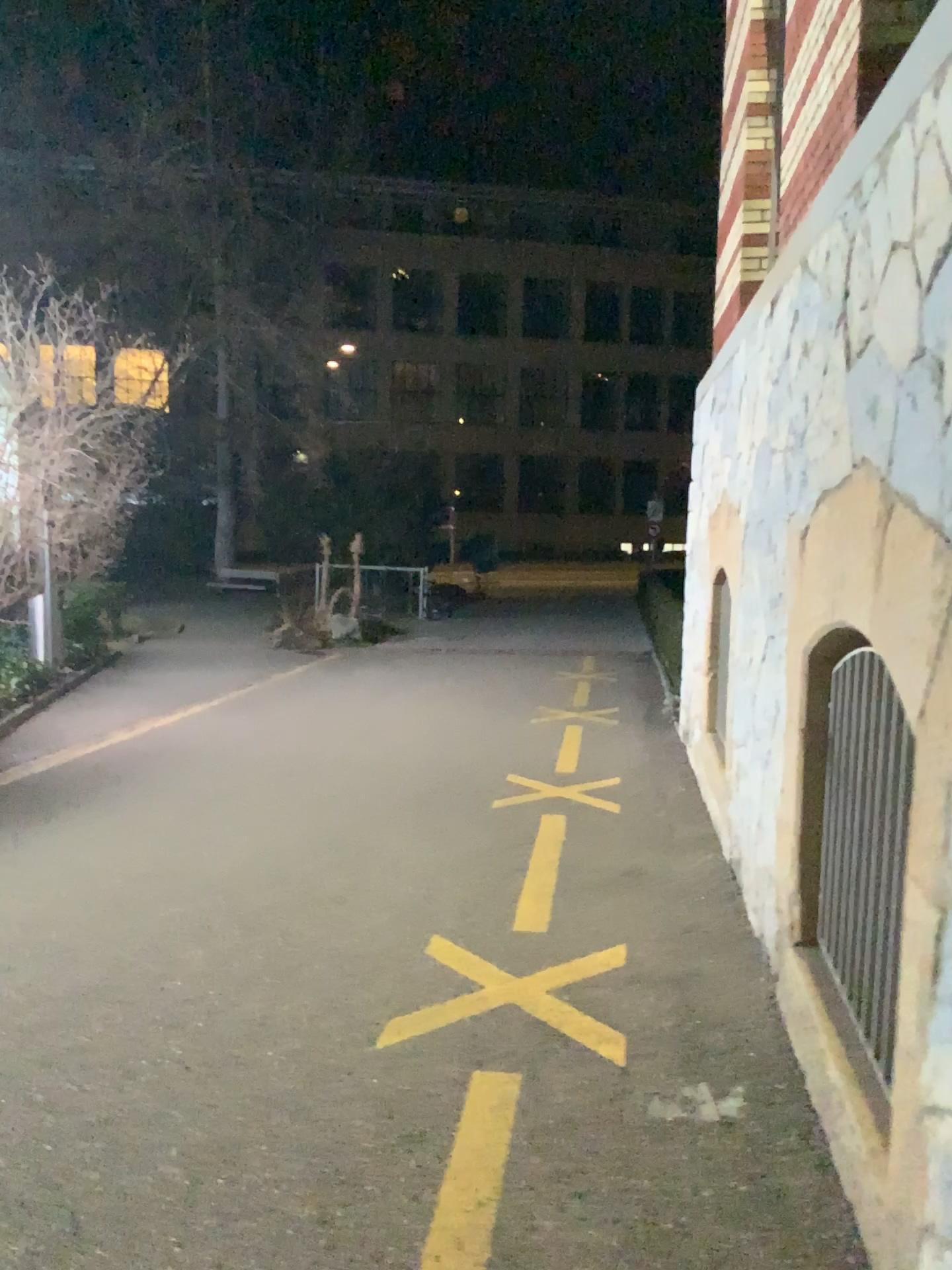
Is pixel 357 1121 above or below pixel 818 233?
below
